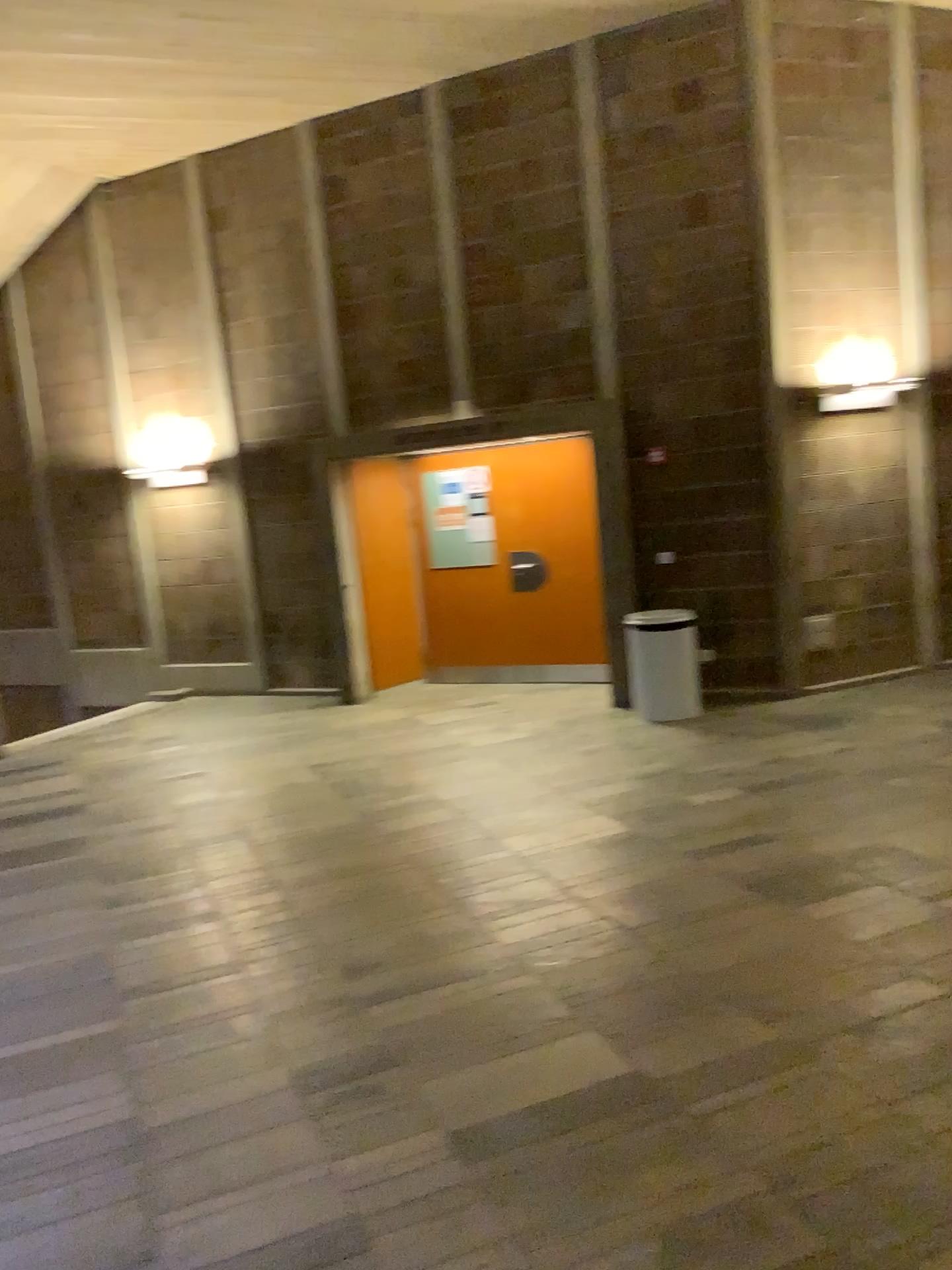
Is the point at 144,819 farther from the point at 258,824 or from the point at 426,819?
the point at 426,819
